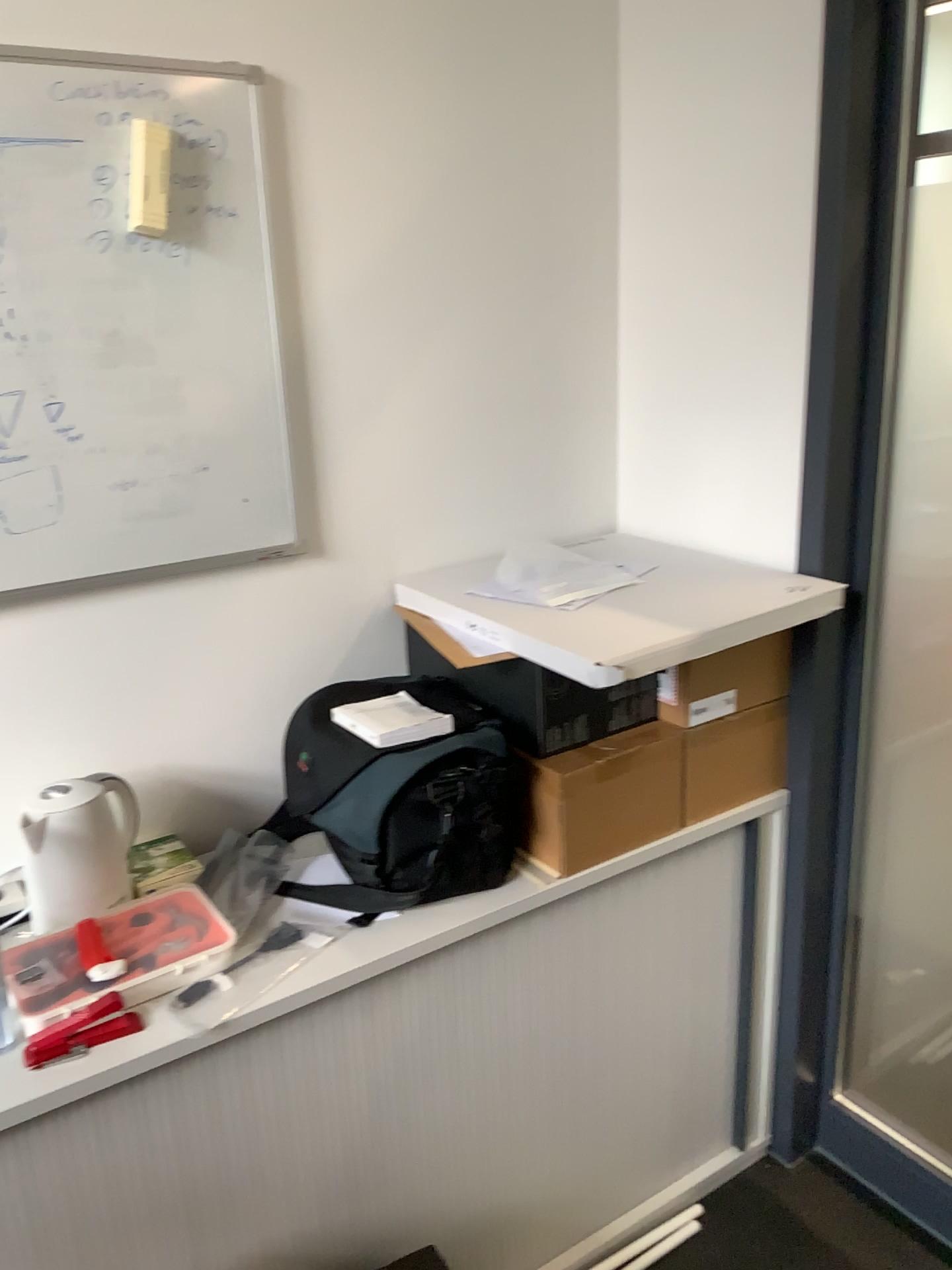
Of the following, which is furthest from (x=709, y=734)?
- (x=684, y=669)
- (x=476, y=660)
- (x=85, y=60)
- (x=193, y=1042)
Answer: (x=85, y=60)

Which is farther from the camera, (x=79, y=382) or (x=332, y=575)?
(x=332, y=575)

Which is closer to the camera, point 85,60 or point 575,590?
point 85,60

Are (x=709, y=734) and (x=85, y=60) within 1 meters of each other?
no

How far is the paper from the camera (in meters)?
1.68

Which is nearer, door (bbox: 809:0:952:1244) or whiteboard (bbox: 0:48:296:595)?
whiteboard (bbox: 0:48:296:595)

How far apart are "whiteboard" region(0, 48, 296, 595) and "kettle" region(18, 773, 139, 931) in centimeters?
30cm

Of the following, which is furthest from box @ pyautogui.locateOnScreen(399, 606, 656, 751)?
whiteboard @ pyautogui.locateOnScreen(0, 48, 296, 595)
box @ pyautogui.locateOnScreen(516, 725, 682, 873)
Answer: whiteboard @ pyautogui.locateOnScreen(0, 48, 296, 595)

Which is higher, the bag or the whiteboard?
the whiteboard

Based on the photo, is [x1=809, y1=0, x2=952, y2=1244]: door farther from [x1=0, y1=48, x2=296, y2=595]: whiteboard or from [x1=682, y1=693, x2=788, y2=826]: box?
[x1=0, y1=48, x2=296, y2=595]: whiteboard
